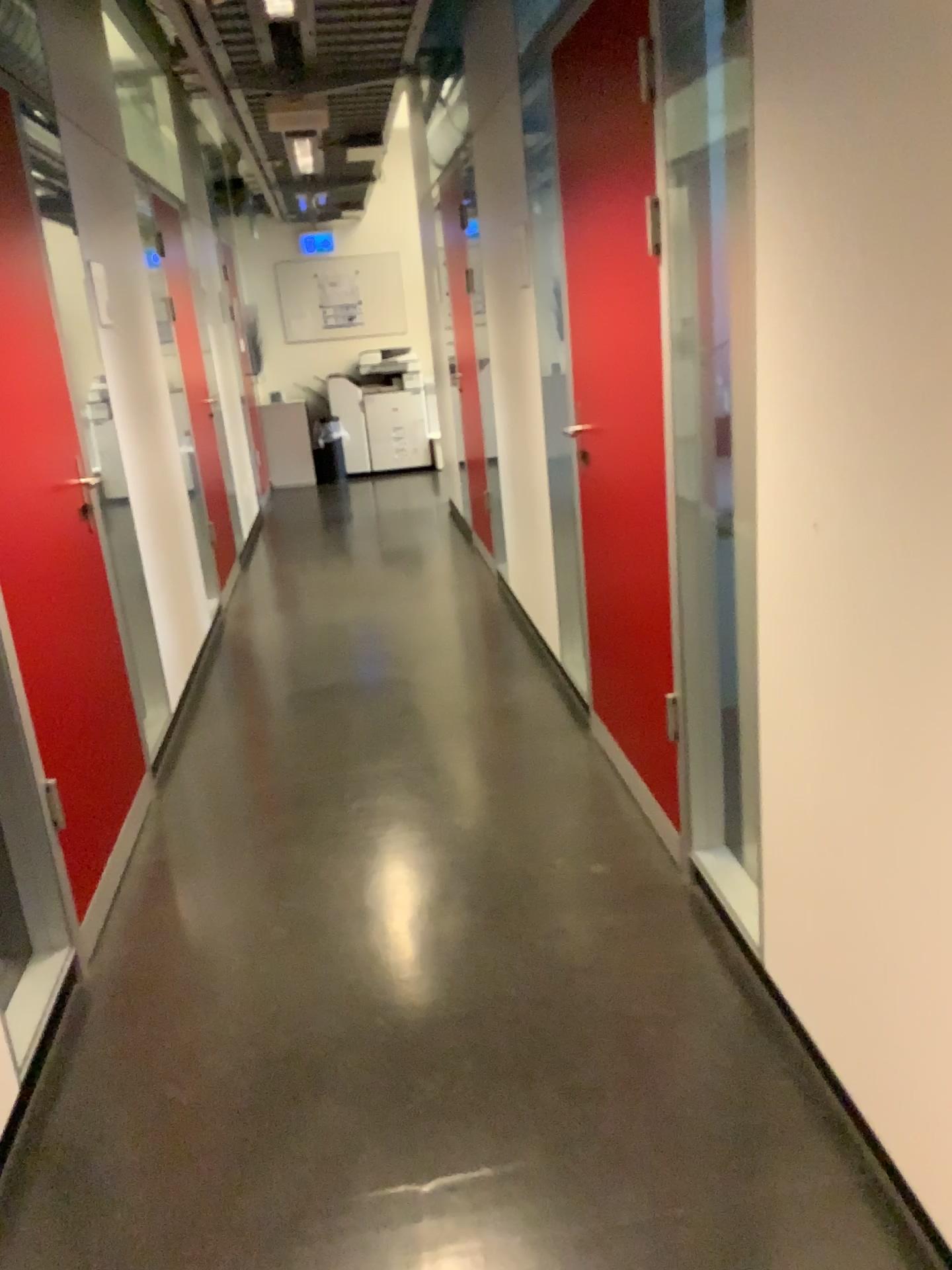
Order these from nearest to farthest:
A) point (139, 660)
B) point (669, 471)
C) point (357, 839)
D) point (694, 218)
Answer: point (694, 218)
point (669, 471)
point (357, 839)
point (139, 660)

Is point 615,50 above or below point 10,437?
above
